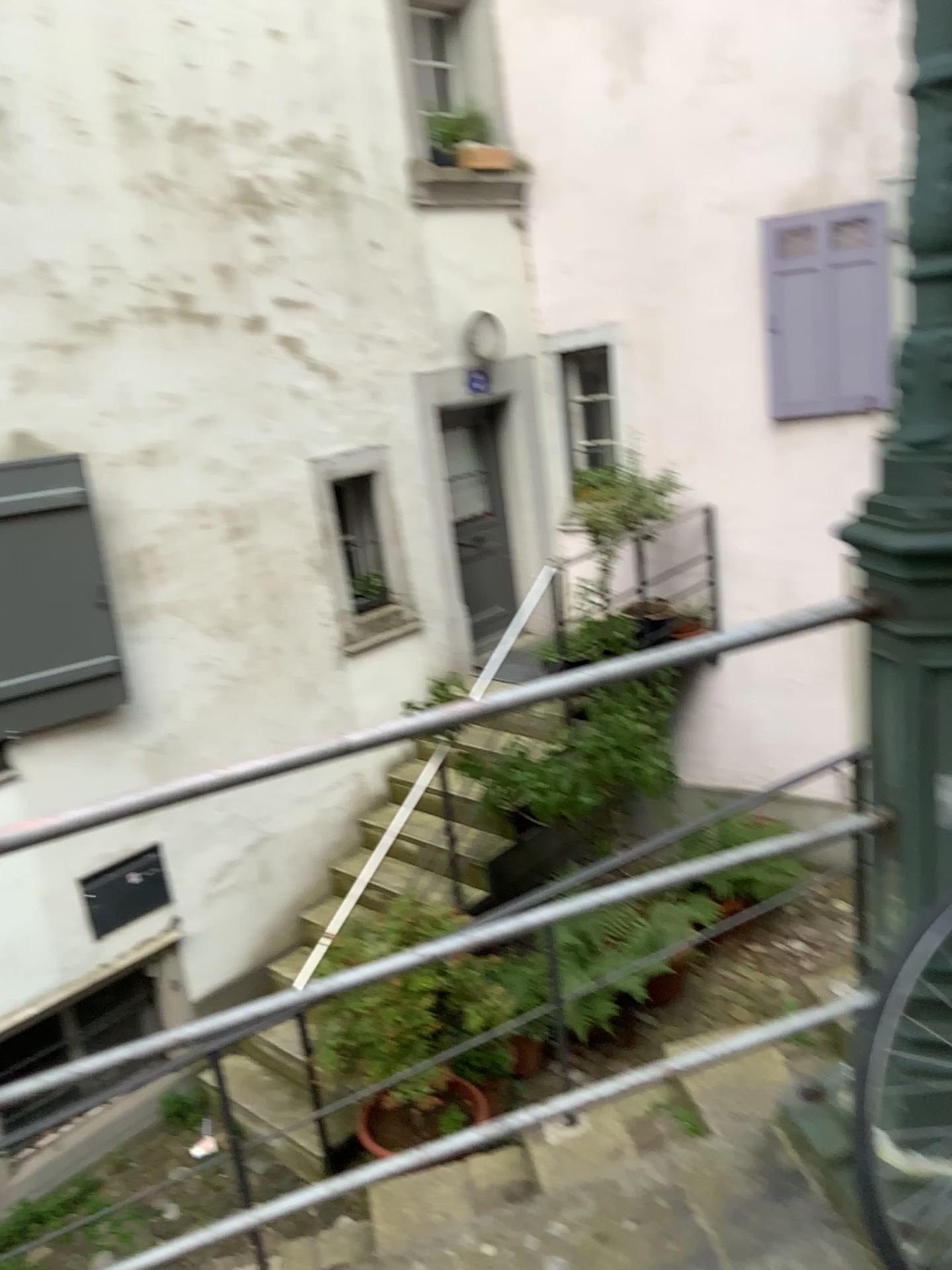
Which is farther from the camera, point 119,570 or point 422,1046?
point 119,570

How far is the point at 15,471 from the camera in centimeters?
461cm

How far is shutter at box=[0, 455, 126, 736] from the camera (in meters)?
4.61
